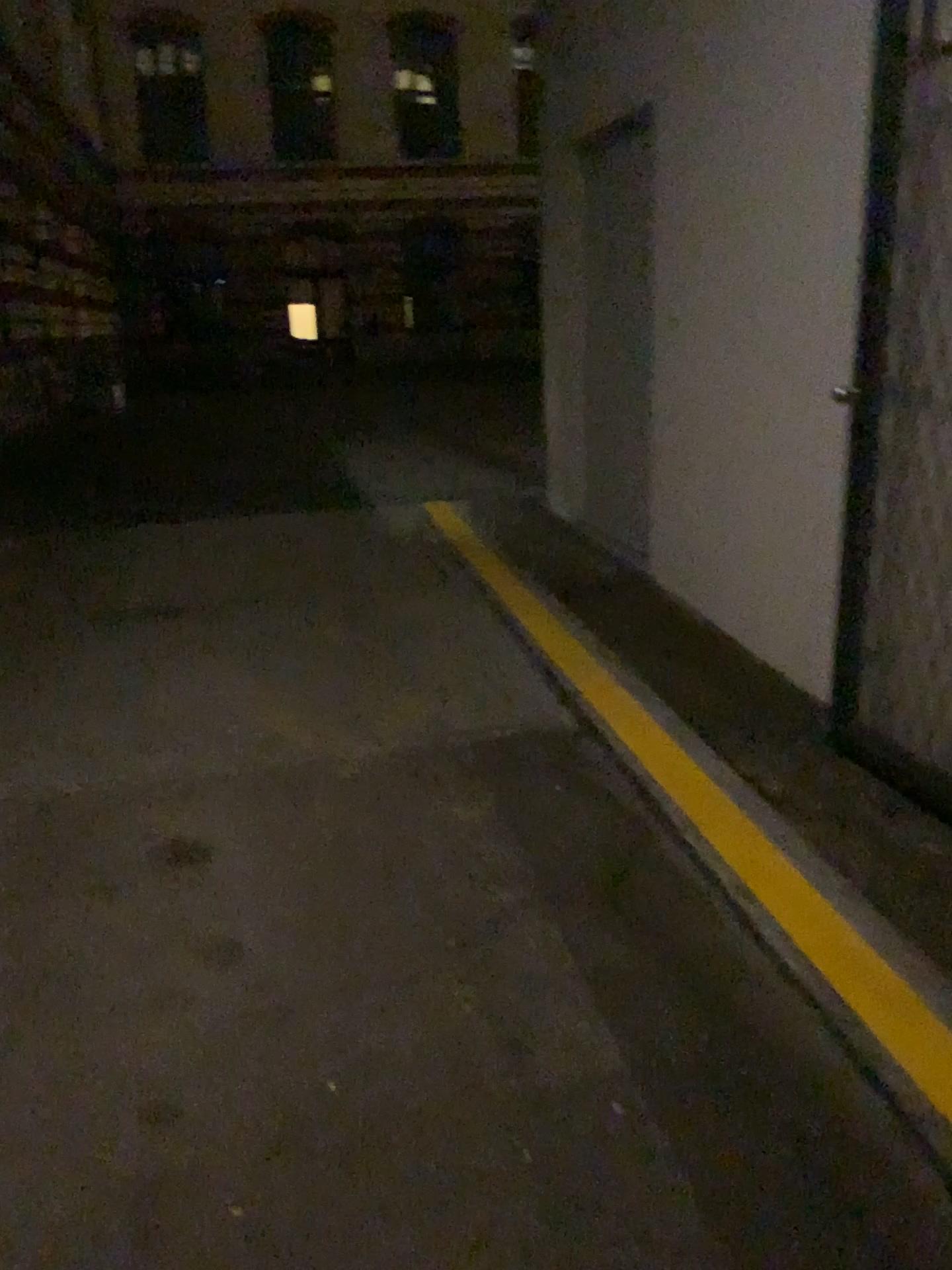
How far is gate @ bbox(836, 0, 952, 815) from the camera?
2.8m

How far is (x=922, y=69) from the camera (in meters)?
2.78

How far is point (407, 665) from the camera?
4.33m
